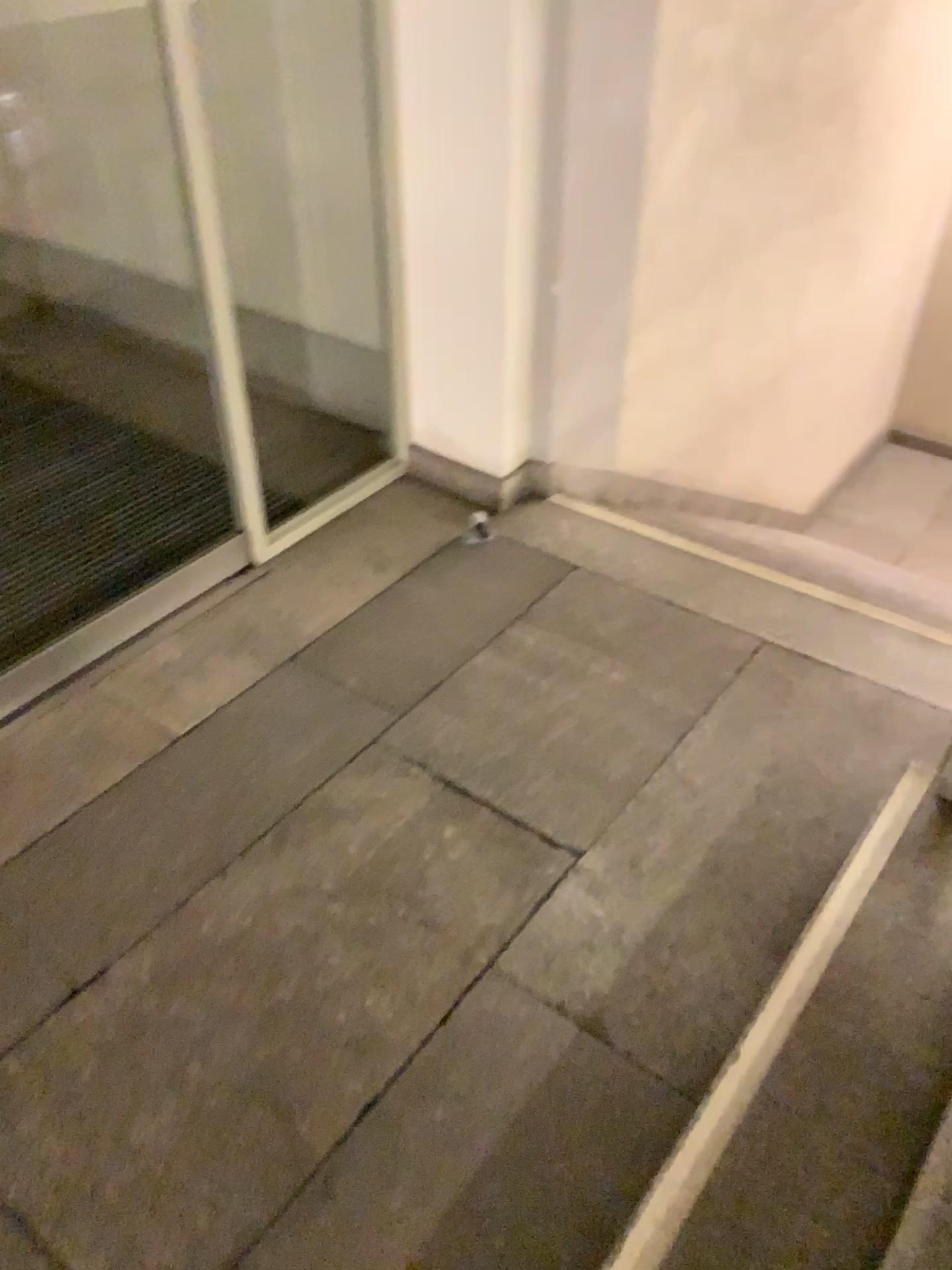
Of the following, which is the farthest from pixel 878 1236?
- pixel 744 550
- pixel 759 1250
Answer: pixel 744 550

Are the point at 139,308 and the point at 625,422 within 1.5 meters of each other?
no

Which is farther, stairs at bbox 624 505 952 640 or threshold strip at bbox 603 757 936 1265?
stairs at bbox 624 505 952 640

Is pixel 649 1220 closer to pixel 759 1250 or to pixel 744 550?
pixel 759 1250

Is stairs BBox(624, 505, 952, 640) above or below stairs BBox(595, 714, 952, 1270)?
below

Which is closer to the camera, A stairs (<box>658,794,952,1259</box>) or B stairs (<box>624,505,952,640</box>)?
A stairs (<box>658,794,952,1259</box>)

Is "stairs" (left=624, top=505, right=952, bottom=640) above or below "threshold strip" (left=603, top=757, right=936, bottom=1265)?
below

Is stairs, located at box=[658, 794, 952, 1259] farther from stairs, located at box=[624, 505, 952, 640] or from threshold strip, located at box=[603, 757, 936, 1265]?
stairs, located at box=[624, 505, 952, 640]

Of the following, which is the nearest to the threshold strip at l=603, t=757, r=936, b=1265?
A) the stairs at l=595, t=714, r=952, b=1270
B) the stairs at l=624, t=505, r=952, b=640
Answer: the stairs at l=595, t=714, r=952, b=1270

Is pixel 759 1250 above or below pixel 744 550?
above
